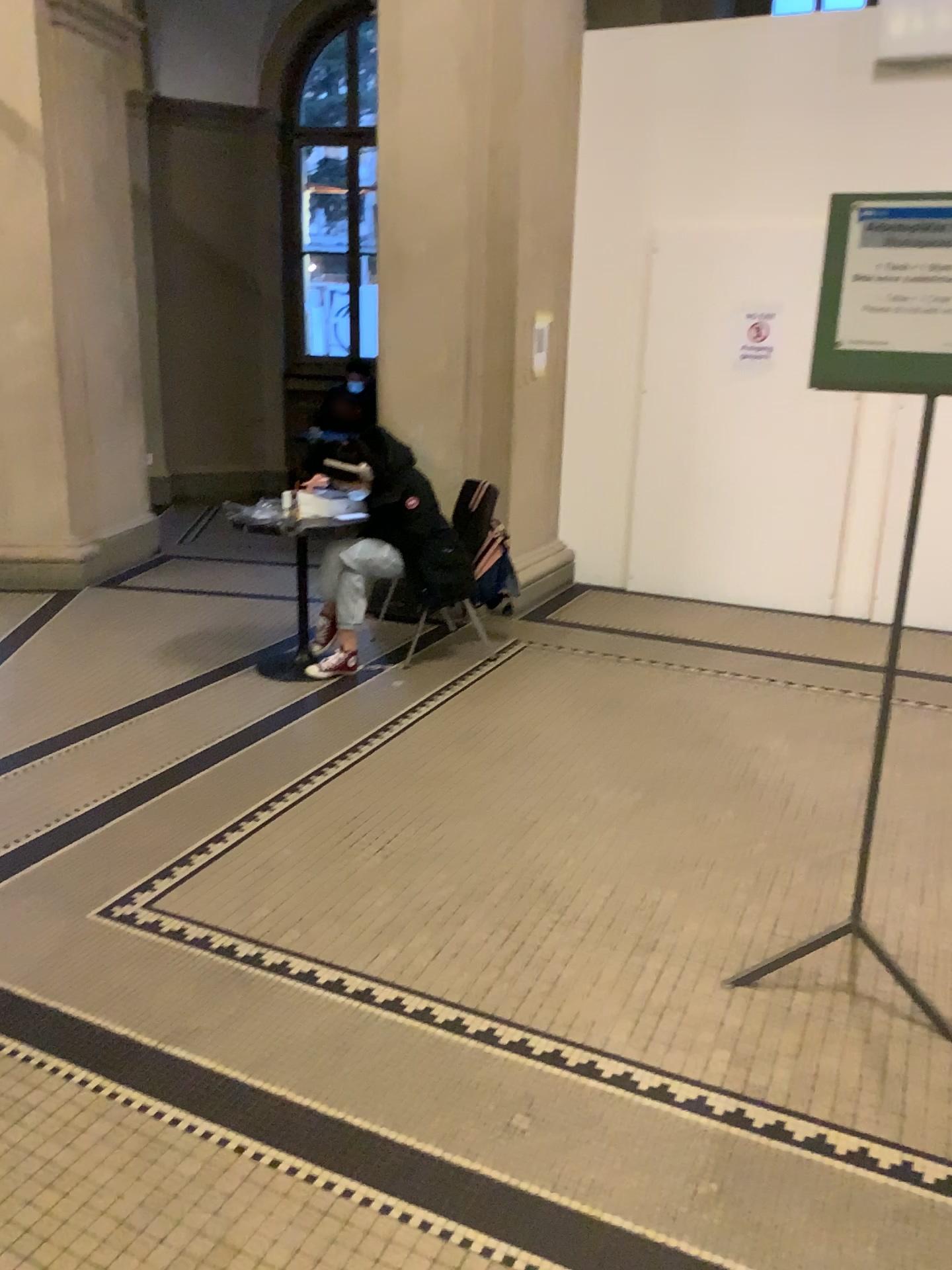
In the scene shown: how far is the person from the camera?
4.64m

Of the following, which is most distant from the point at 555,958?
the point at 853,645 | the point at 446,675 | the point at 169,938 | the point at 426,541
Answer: the point at 853,645

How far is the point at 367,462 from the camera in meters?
4.6
